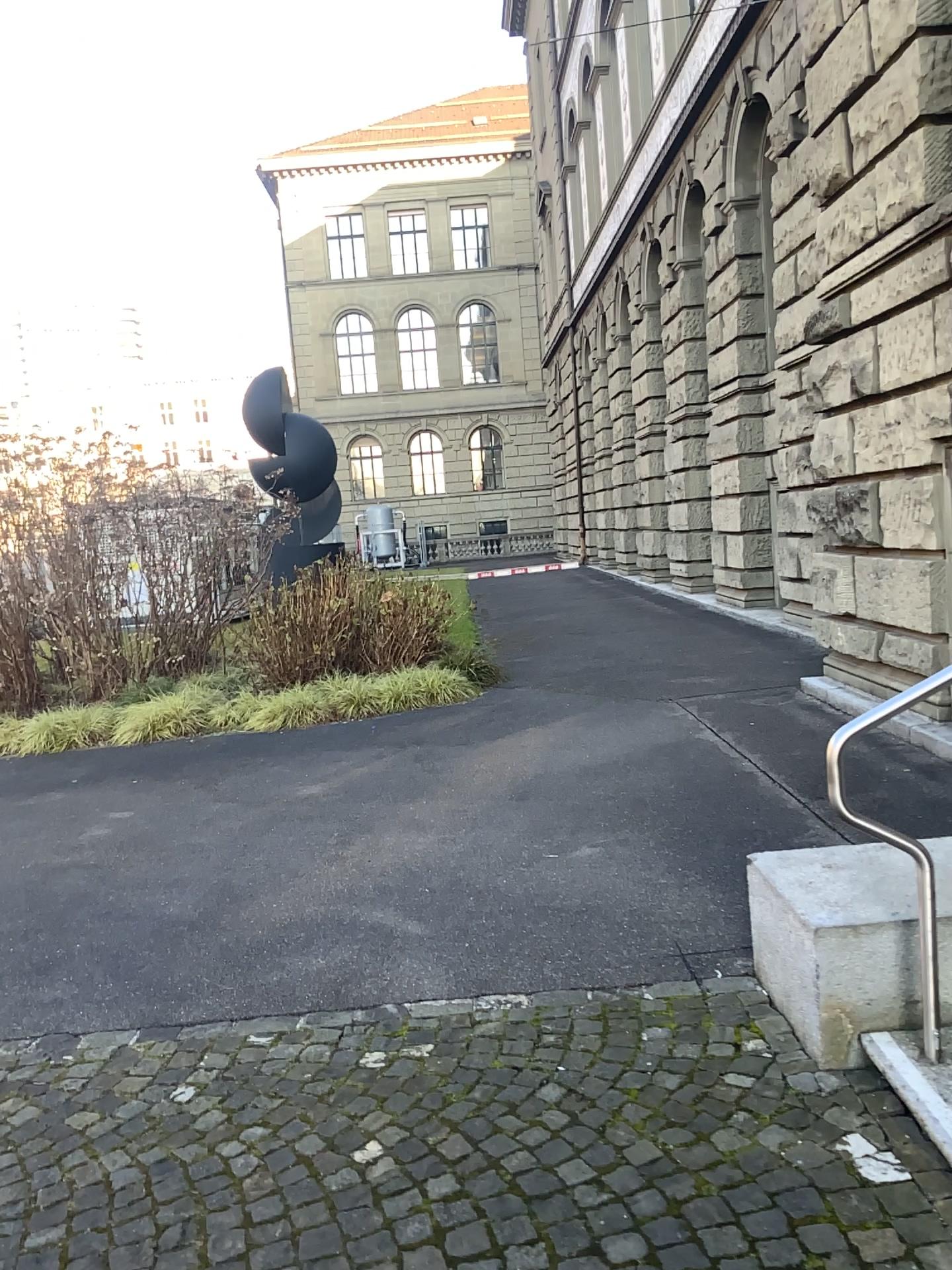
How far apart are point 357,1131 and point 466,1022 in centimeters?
66cm
